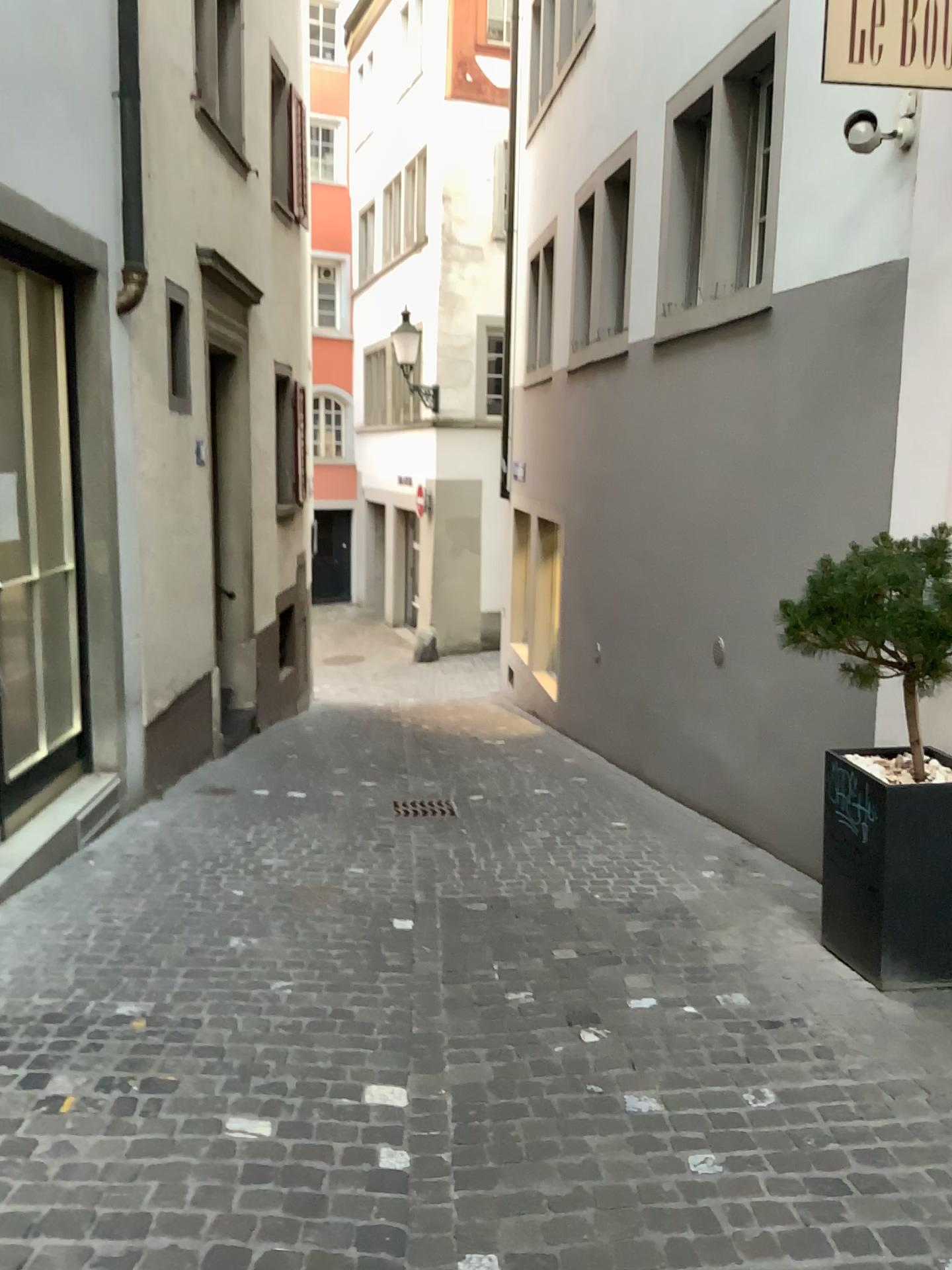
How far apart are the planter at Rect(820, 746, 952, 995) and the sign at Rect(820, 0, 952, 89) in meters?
2.2 m

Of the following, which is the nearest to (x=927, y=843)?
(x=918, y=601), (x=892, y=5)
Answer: (x=918, y=601)

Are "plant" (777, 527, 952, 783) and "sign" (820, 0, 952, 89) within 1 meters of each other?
no

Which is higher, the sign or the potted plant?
the sign

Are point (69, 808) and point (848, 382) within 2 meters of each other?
no

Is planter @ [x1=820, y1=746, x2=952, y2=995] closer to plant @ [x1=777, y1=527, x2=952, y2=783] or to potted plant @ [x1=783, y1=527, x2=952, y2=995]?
potted plant @ [x1=783, y1=527, x2=952, y2=995]

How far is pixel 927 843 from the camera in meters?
3.3 m

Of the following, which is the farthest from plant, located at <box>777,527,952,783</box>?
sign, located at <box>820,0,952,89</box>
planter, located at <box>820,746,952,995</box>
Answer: sign, located at <box>820,0,952,89</box>

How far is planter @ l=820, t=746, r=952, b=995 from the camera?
3.3 meters

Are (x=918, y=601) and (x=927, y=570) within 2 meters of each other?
yes
